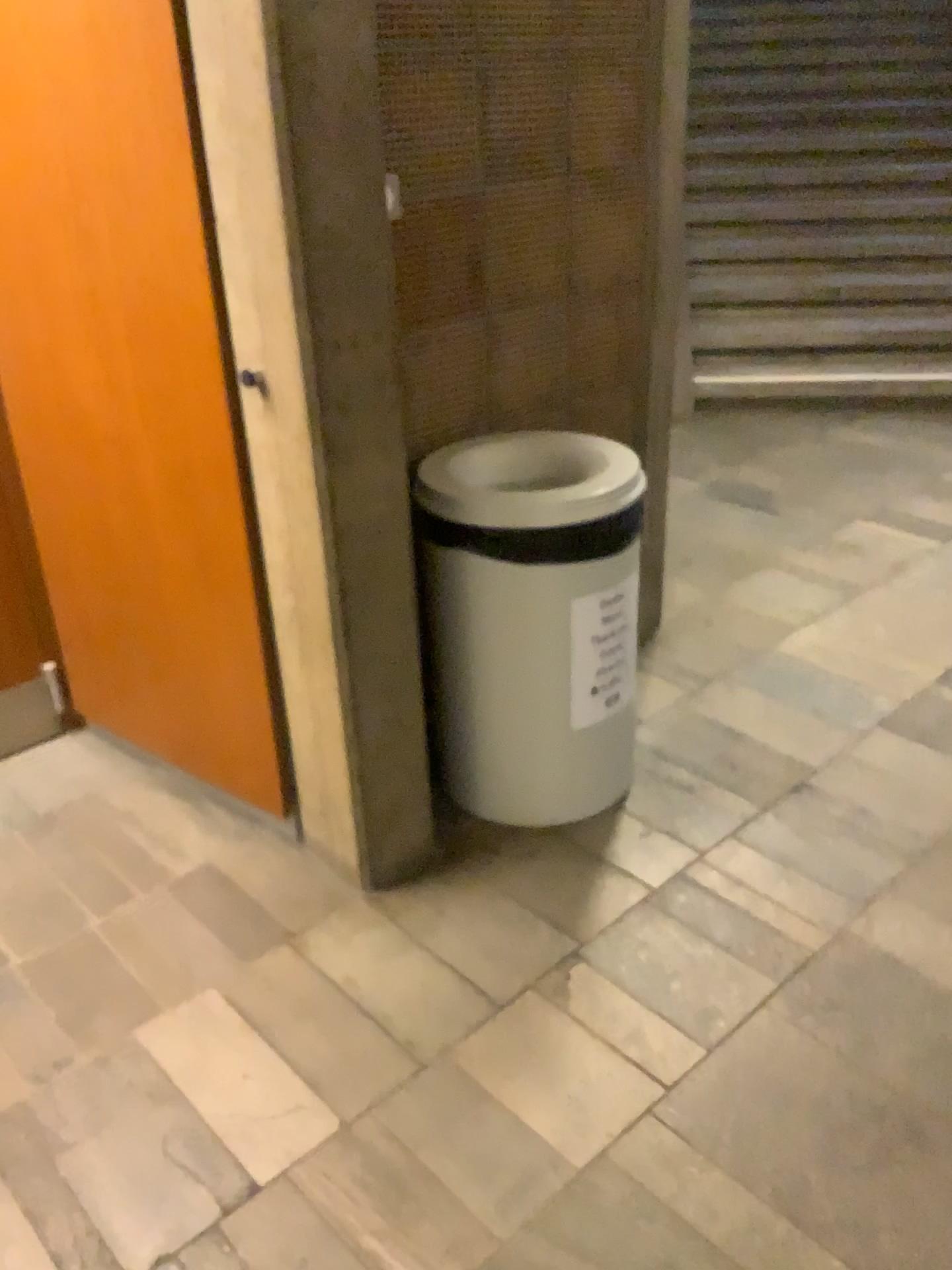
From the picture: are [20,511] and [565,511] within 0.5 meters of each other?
no

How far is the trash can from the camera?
2.0m

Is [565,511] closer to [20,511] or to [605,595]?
[605,595]

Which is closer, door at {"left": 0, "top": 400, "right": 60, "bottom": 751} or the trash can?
the trash can

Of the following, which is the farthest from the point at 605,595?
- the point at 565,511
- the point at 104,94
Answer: the point at 104,94

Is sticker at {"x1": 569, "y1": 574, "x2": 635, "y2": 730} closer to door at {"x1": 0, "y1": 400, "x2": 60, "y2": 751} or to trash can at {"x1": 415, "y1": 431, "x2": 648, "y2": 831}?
trash can at {"x1": 415, "y1": 431, "x2": 648, "y2": 831}

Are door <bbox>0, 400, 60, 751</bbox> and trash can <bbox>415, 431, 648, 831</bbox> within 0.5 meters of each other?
no

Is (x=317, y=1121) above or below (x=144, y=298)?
below

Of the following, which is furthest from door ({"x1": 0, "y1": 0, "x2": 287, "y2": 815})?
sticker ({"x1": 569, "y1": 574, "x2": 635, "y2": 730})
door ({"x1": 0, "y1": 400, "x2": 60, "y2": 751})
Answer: sticker ({"x1": 569, "y1": 574, "x2": 635, "y2": 730})

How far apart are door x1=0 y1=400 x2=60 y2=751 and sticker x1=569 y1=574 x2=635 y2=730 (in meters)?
1.32
